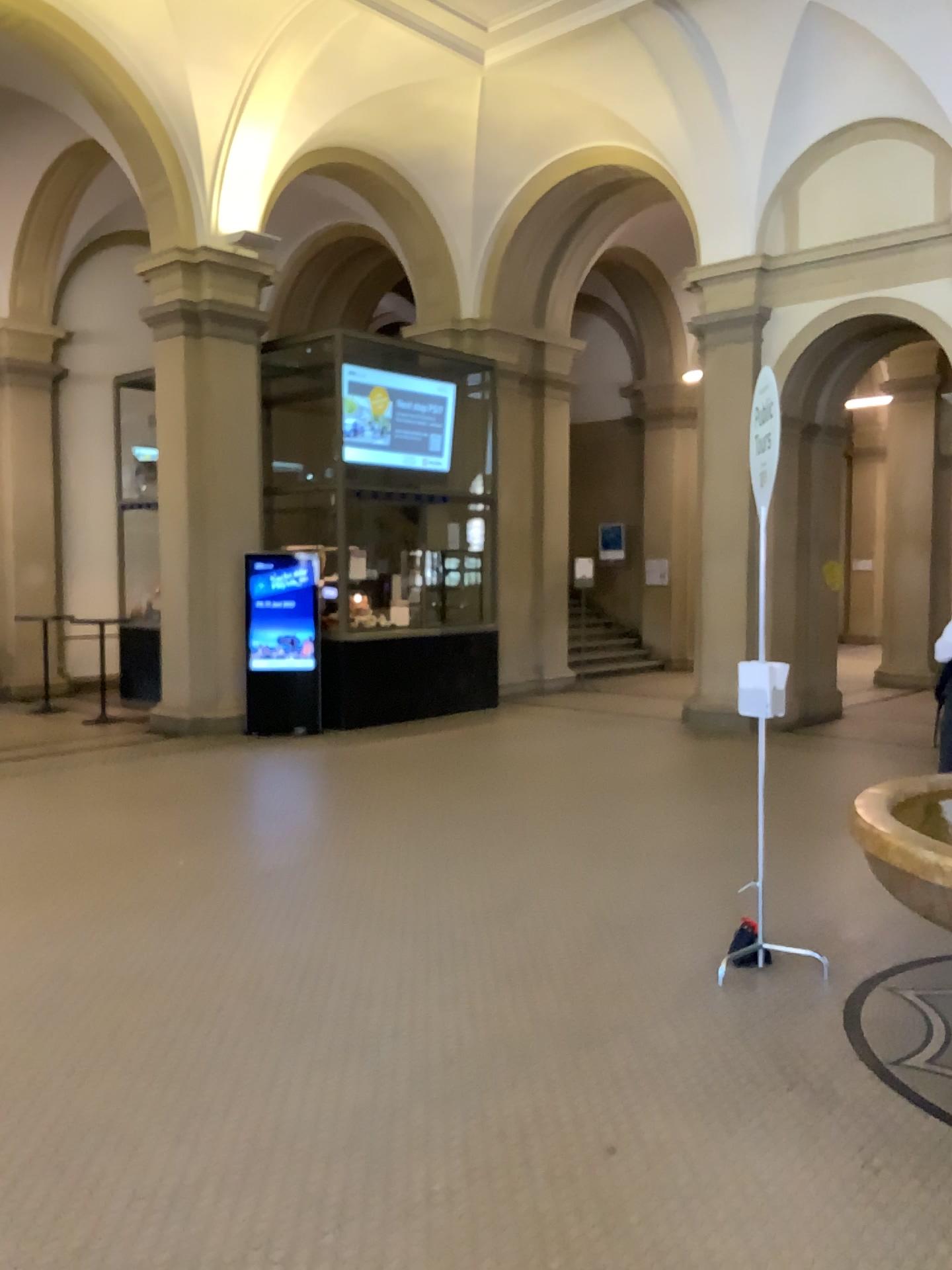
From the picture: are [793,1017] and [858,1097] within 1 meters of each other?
yes
